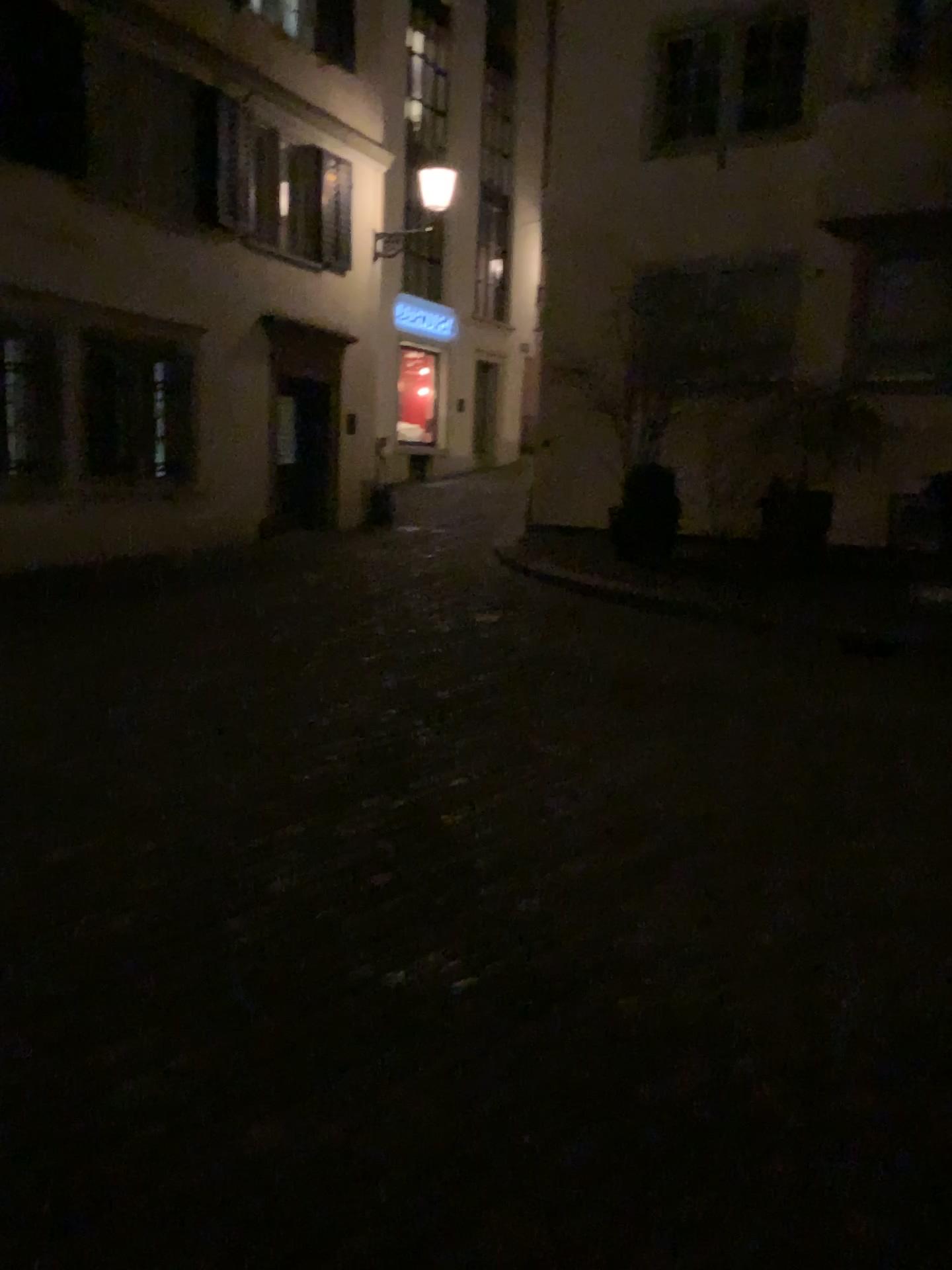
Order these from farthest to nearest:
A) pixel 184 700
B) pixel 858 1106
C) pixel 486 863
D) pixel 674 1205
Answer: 1. pixel 184 700
2. pixel 486 863
3. pixel 858 1106
4. pixel 674 1205
